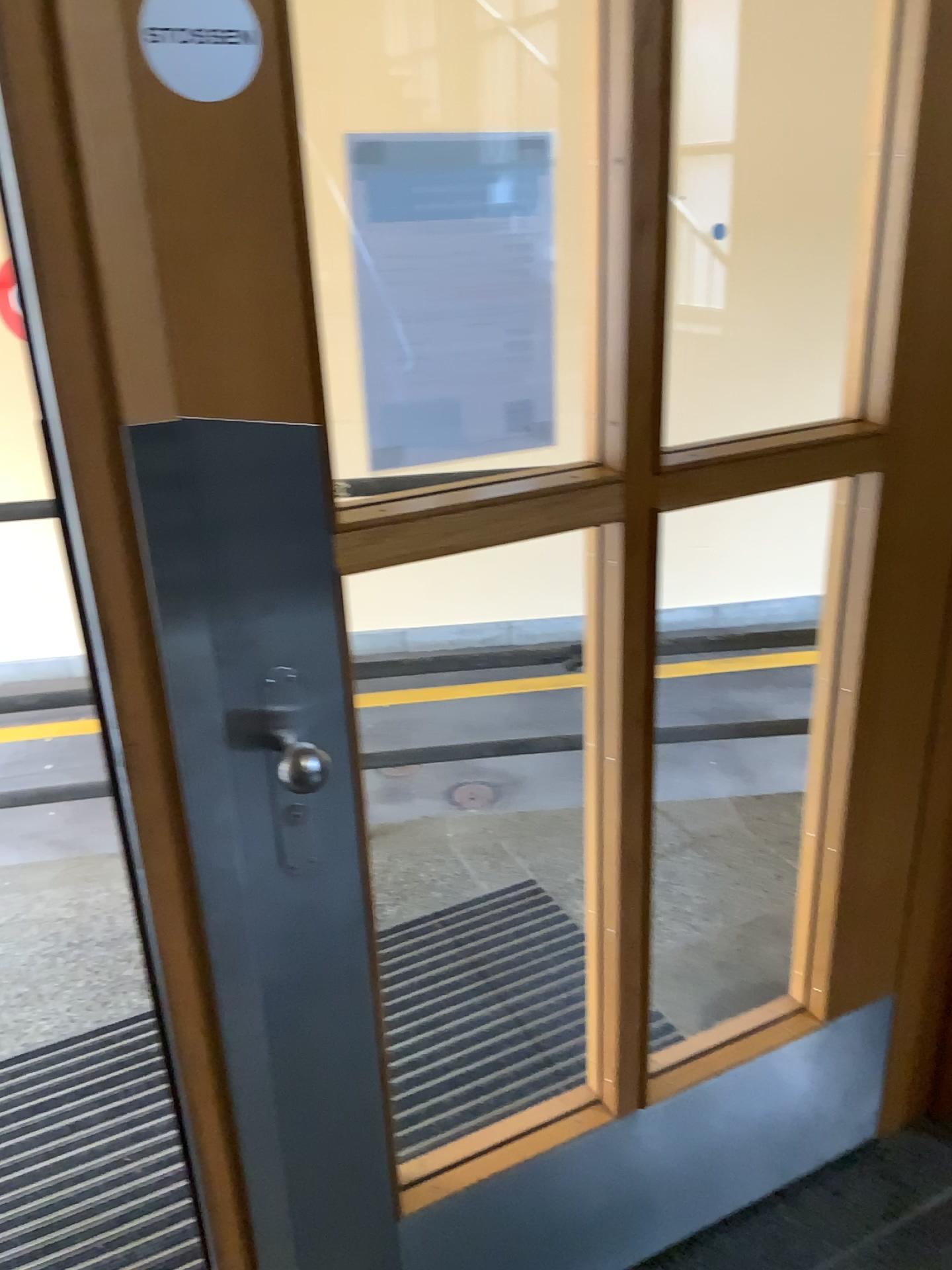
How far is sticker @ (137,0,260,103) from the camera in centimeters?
80cm

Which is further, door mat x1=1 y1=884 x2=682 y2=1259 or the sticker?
door mat x1=1 y1=884 x2=682 y2=1259

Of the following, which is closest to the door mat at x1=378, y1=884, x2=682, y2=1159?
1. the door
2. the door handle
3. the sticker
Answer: the door

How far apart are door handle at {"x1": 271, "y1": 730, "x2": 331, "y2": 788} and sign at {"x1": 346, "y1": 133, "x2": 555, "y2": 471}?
0.3 meters

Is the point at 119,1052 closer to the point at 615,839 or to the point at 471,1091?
the point at 471,1091

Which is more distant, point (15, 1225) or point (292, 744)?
point (15, 1225)

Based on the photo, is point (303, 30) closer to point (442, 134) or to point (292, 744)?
point (442, 134)

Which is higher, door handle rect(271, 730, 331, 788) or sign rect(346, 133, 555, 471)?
sign rect(346, 133, 555, 471)

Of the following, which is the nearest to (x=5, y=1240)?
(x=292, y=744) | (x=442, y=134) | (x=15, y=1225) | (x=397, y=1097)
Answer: (x=15, y=1225)

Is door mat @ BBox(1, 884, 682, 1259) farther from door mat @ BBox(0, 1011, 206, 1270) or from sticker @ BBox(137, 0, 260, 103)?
sticker @ BBox(137, 0, 260, 103)
